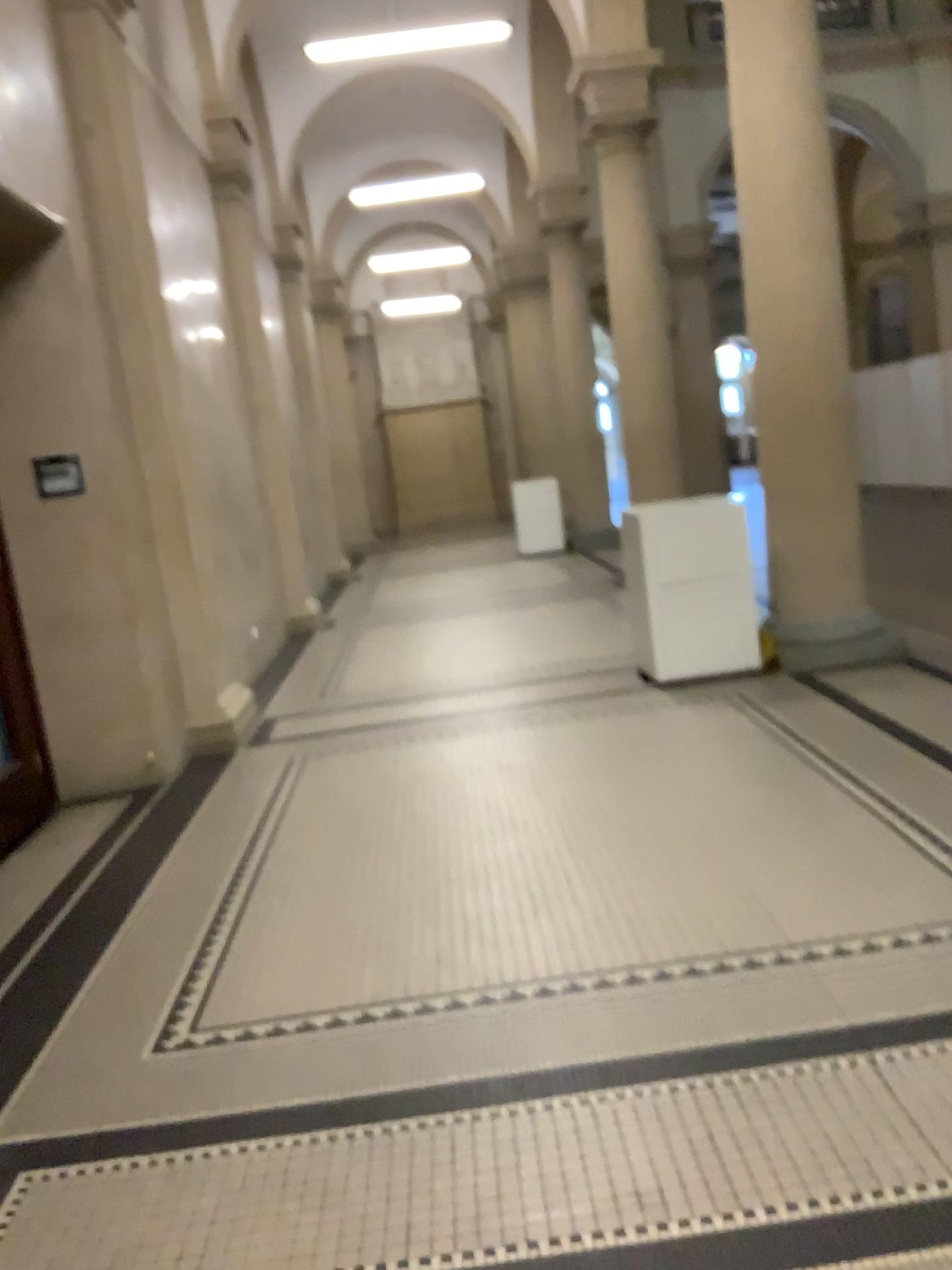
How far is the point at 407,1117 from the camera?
2.4 meters
